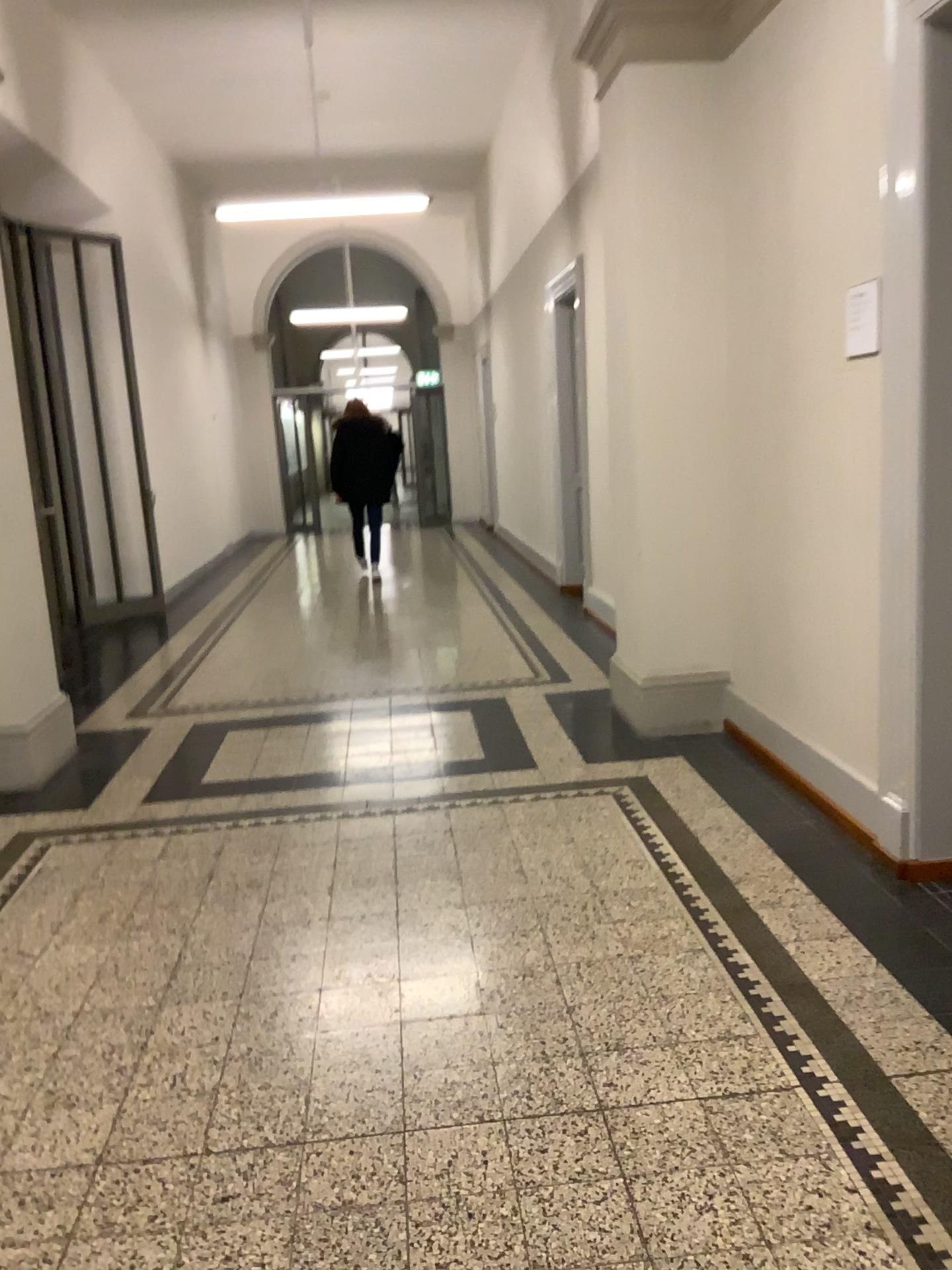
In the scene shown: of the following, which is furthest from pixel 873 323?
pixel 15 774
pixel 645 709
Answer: pixel 15 774

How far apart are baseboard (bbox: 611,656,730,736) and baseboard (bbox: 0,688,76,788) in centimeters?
249cm

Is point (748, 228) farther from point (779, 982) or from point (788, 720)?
point (779, 982)

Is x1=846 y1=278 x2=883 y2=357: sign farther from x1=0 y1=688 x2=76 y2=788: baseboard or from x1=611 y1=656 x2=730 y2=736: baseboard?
x1=0 y1=688 x2=76 y2=788: baseboard

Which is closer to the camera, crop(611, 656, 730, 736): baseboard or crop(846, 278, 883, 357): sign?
crop(846, 278, 883, 357): sign

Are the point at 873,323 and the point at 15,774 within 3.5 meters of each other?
no

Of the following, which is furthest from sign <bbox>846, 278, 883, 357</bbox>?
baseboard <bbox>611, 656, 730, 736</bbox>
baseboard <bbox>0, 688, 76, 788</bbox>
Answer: baseboard <bbox>0, 688, 76, 788</bbox>

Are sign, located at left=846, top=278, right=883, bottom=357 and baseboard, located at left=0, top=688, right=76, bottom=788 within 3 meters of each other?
no

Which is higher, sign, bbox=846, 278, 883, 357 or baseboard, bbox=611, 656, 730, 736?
sign, bbox=846, 278, 883, 357

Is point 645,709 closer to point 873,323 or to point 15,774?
point 873,323
